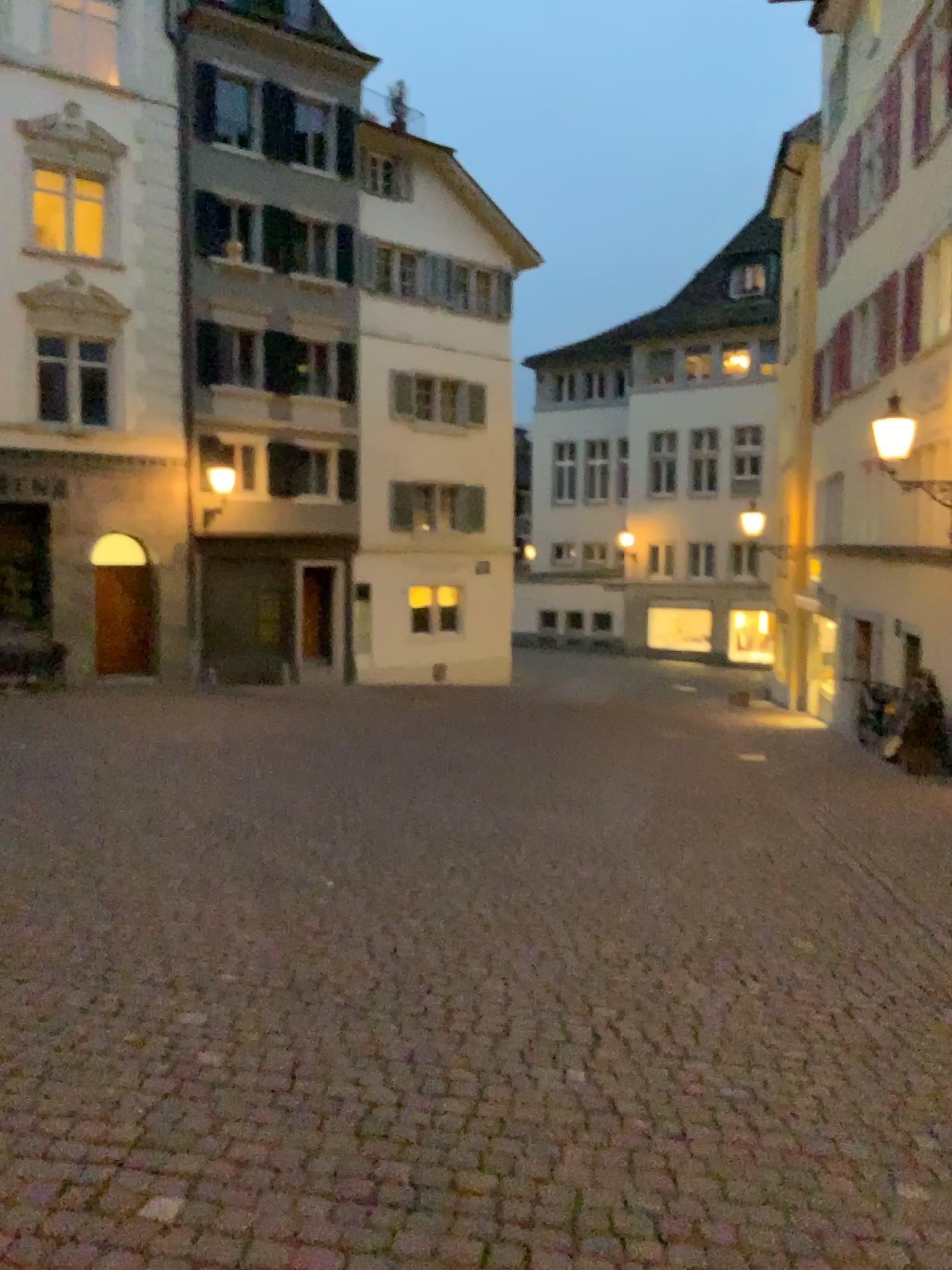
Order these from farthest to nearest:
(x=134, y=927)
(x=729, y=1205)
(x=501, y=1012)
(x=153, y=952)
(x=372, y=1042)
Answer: (x=134, y=927)
(x=153, y=952)
(x=501, y=1012)
(x=372, y=1042)
(x=729, y=1205)
